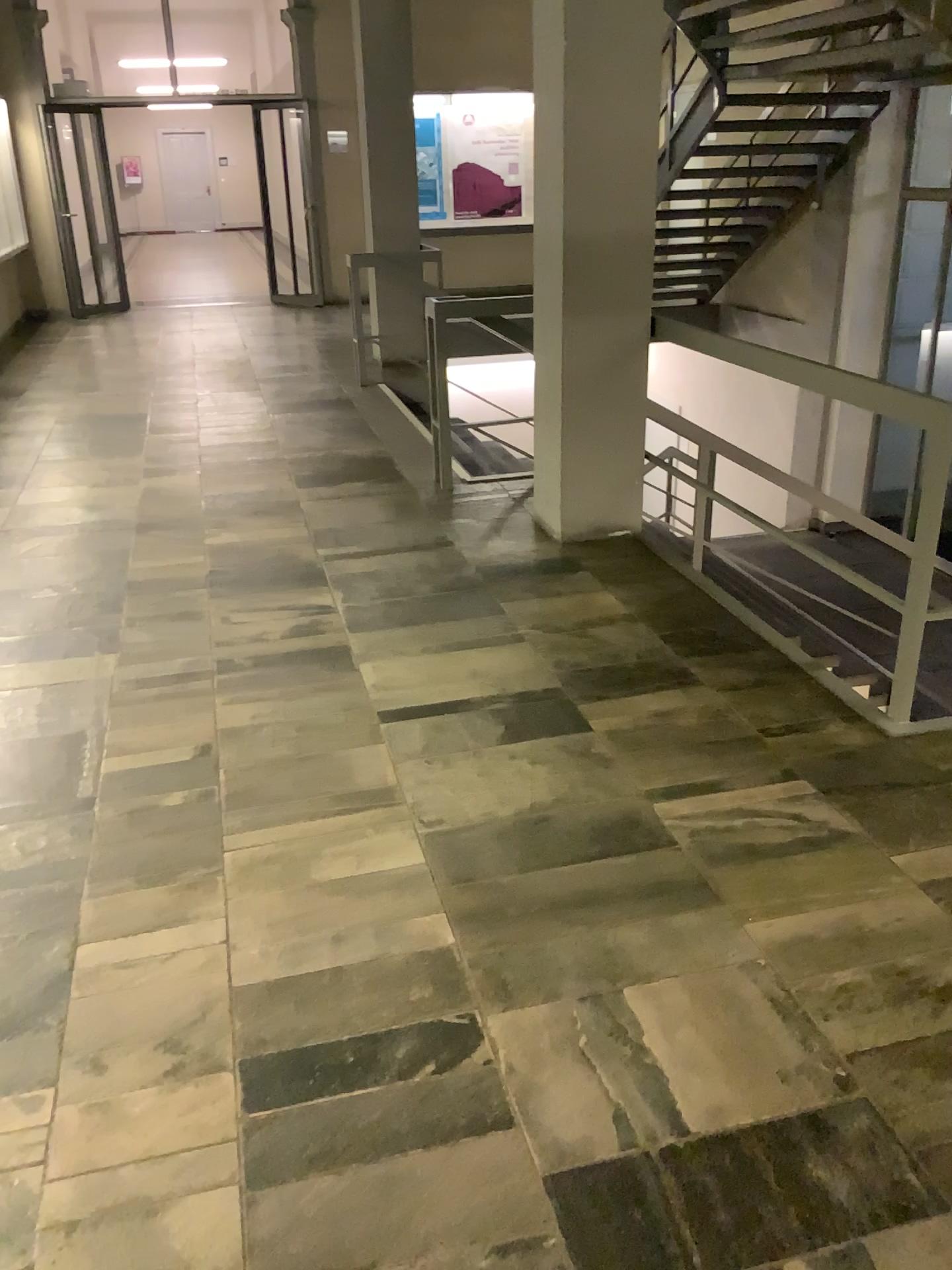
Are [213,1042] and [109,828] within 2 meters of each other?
yes
